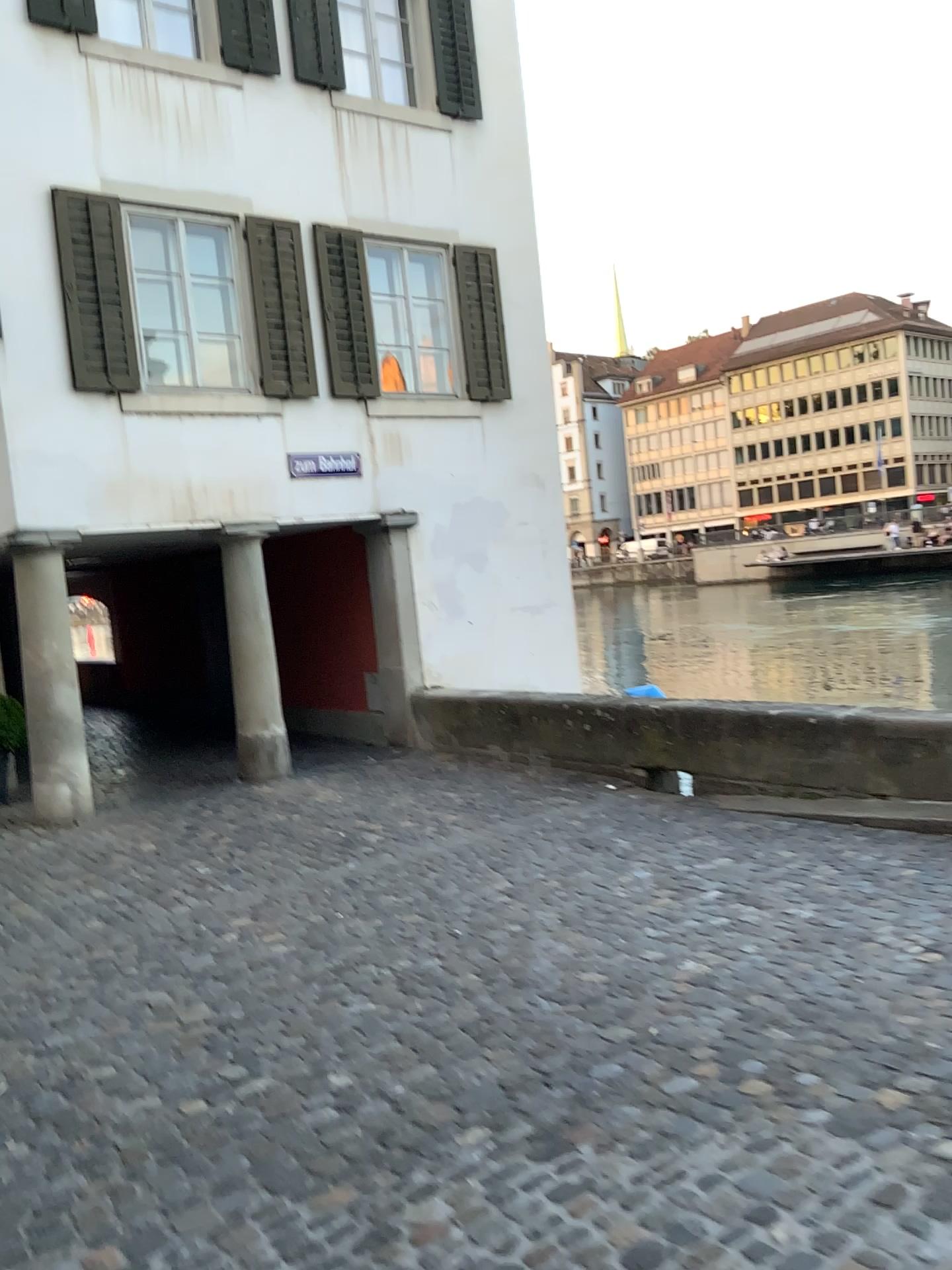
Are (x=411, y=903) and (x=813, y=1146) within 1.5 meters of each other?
no
